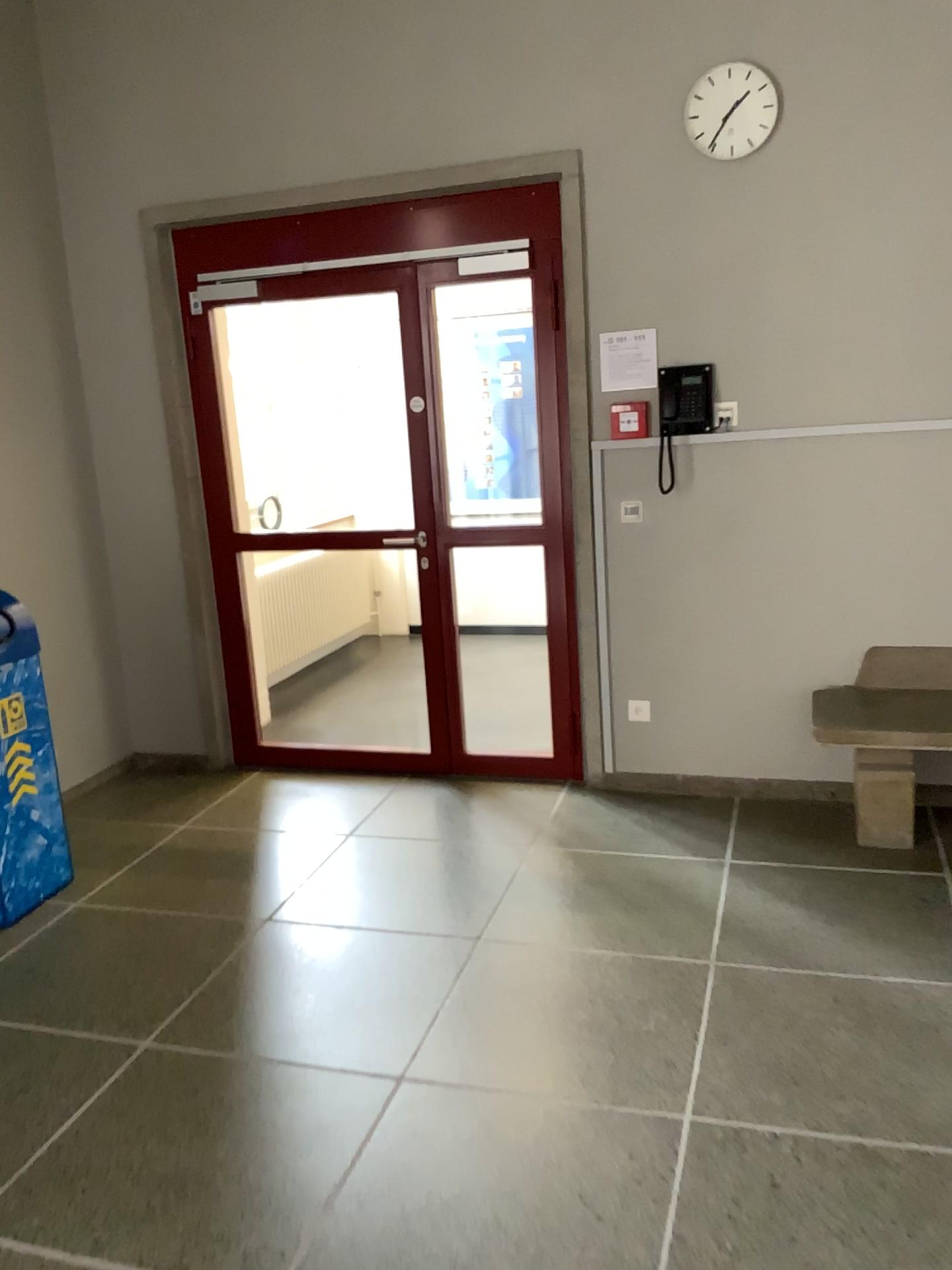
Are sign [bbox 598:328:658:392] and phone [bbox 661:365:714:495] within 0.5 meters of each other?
yes

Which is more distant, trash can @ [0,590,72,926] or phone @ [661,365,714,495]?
phone @ [661,365,714,495]

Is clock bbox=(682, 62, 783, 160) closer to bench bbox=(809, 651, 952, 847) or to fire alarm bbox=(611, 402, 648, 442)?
fire alarm bbox=(611, 402, 648, 442)

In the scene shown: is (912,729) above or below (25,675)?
below

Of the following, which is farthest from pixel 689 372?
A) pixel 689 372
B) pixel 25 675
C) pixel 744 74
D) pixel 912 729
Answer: pixel 25 675

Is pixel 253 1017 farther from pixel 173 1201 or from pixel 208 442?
pixel 208 442

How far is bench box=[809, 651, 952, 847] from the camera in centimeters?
359cm

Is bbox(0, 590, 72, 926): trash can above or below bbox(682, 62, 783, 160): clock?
below

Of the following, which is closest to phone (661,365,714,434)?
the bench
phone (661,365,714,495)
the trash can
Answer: phone (661,365,714,495)

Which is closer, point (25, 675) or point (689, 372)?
point (25, 675)
